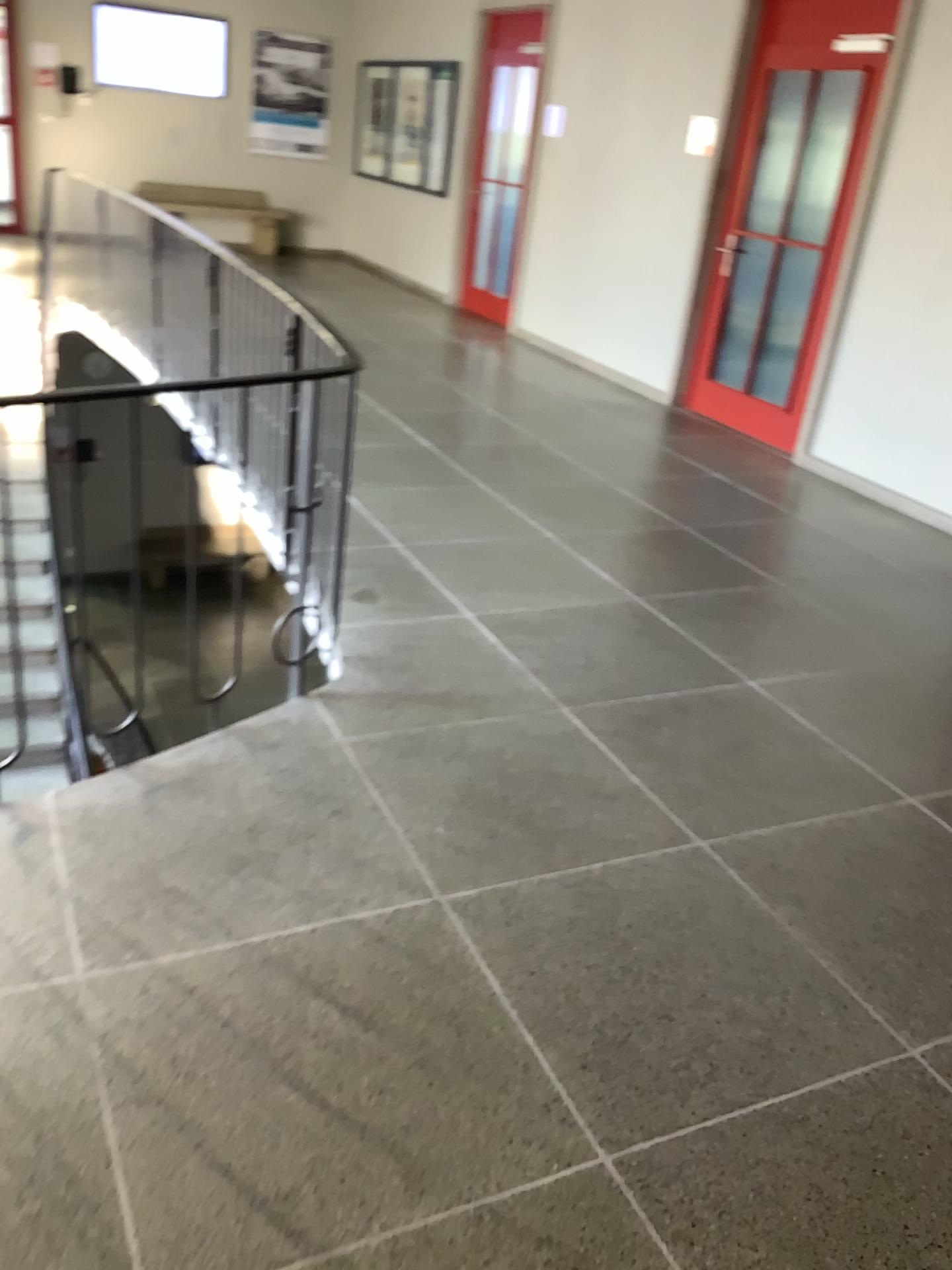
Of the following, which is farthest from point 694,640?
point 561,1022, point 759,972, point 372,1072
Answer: point 372,1072
